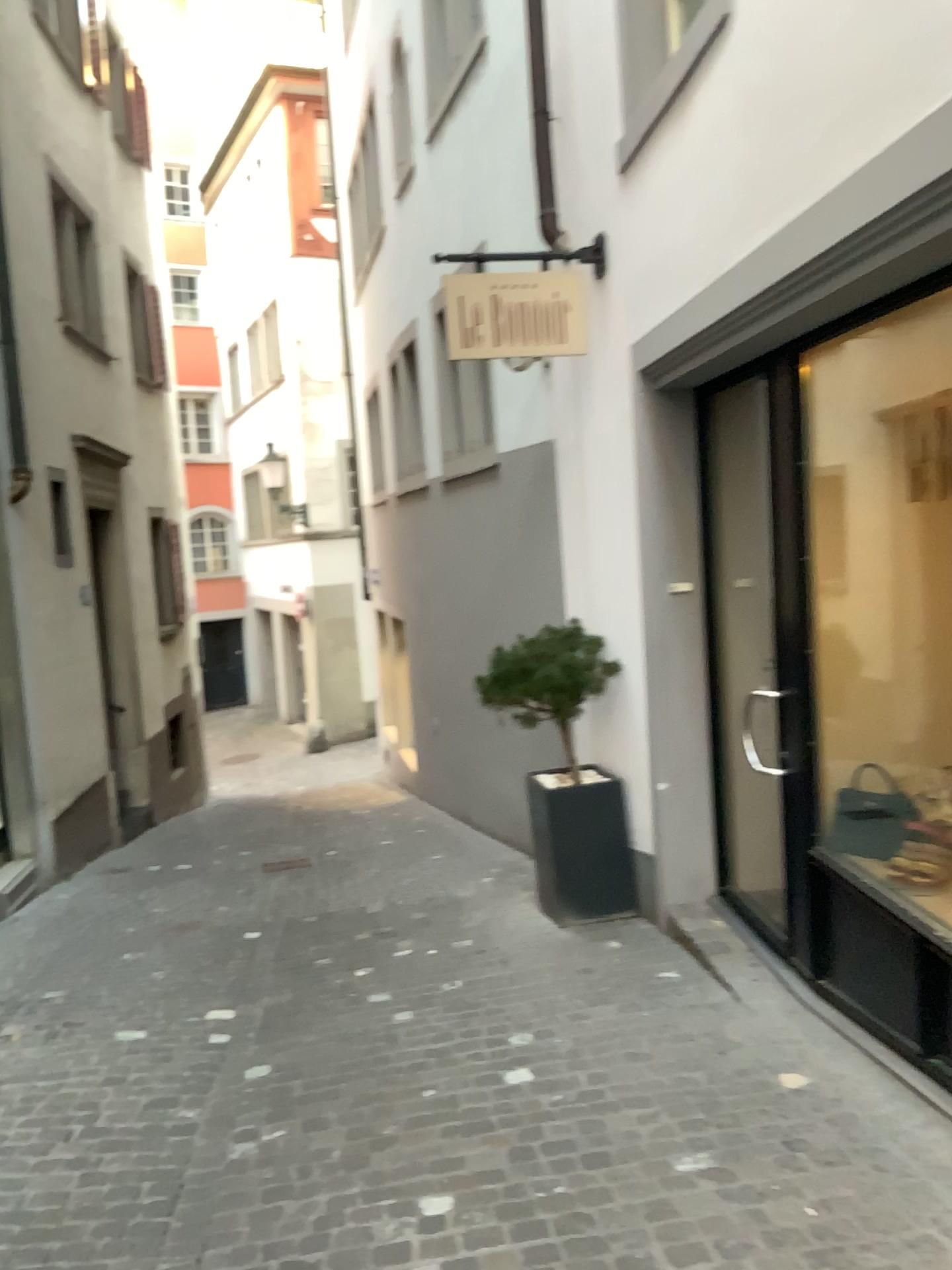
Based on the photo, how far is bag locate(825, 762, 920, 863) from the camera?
3.6 meters

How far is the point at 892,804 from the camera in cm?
358

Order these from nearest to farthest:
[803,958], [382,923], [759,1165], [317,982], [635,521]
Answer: [759,1165] < [803,958] < [317,982] < [635,521] < [382,923]
